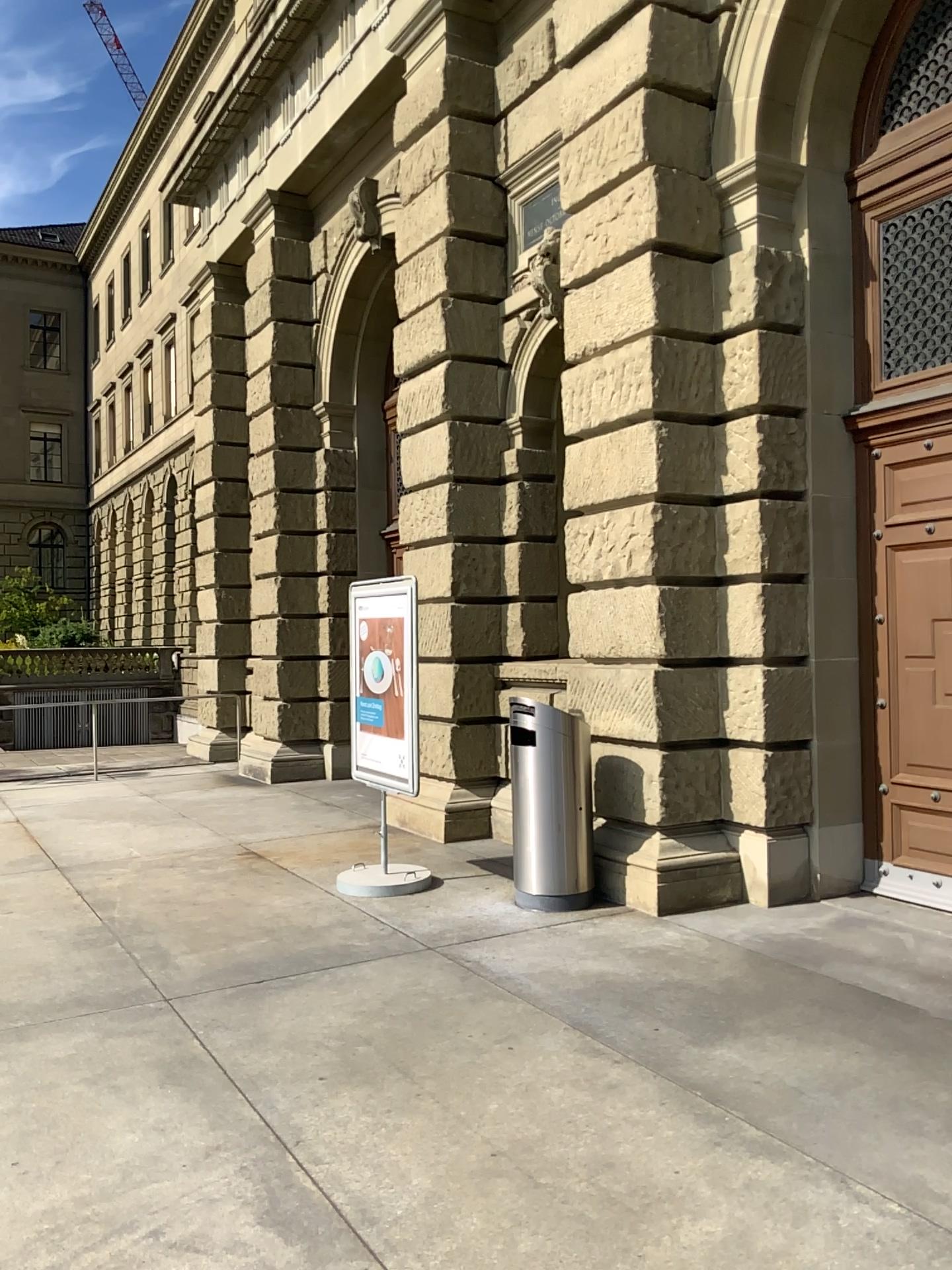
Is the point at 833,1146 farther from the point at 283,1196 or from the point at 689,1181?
the point at 283,1196
